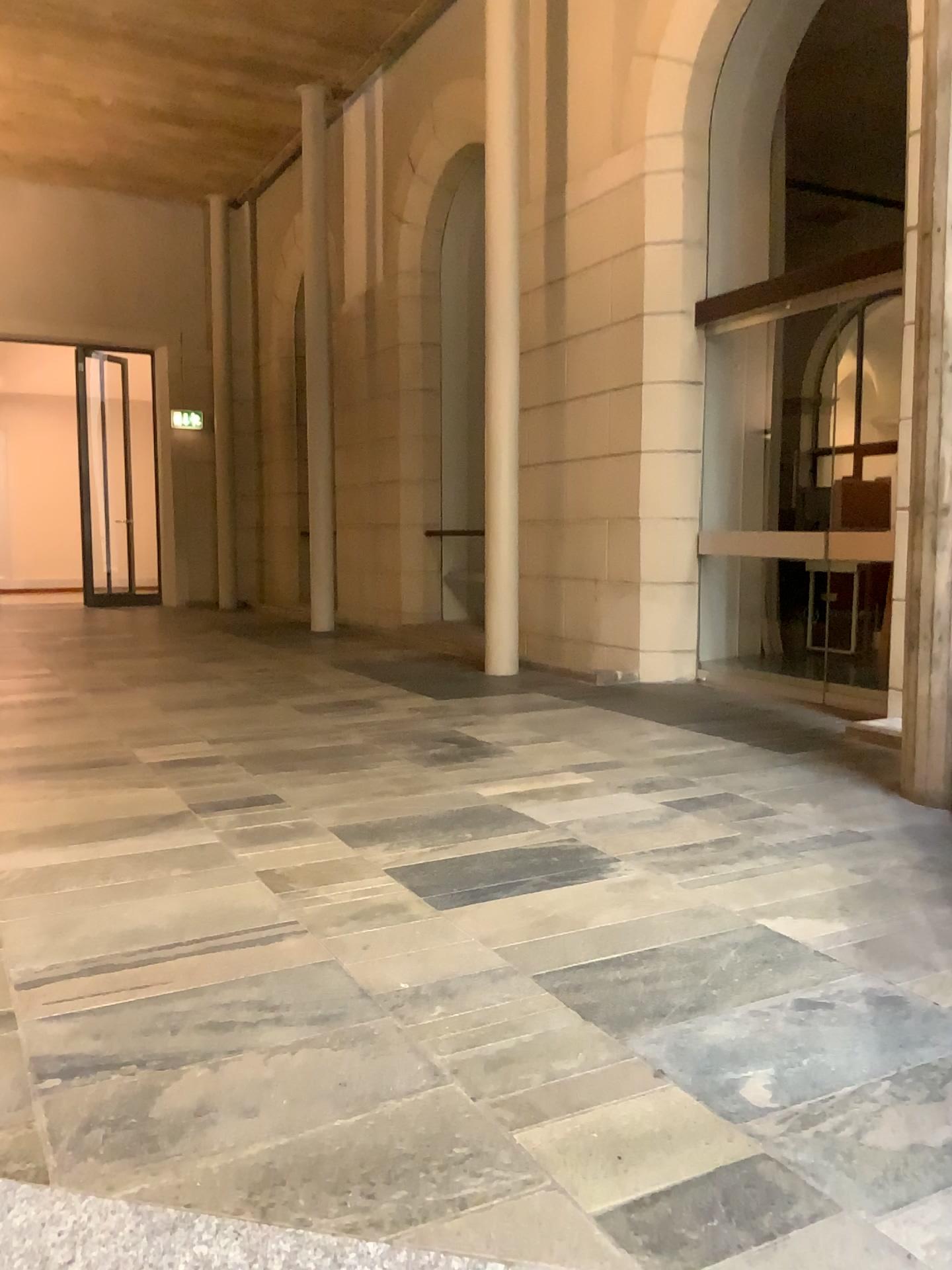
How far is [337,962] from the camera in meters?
2.2 m
